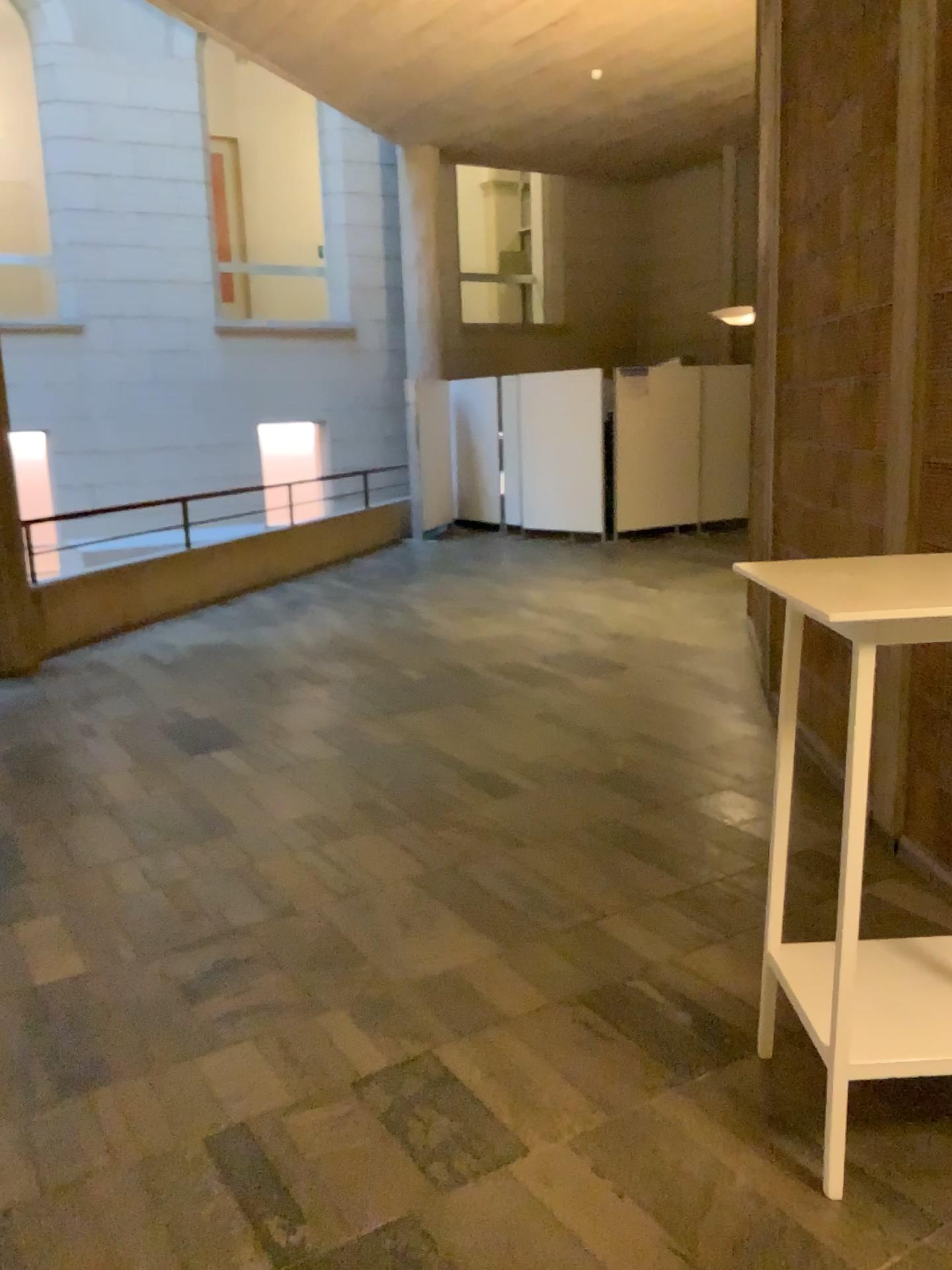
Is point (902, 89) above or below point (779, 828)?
above

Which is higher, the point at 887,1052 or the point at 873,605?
the point at 873,605
